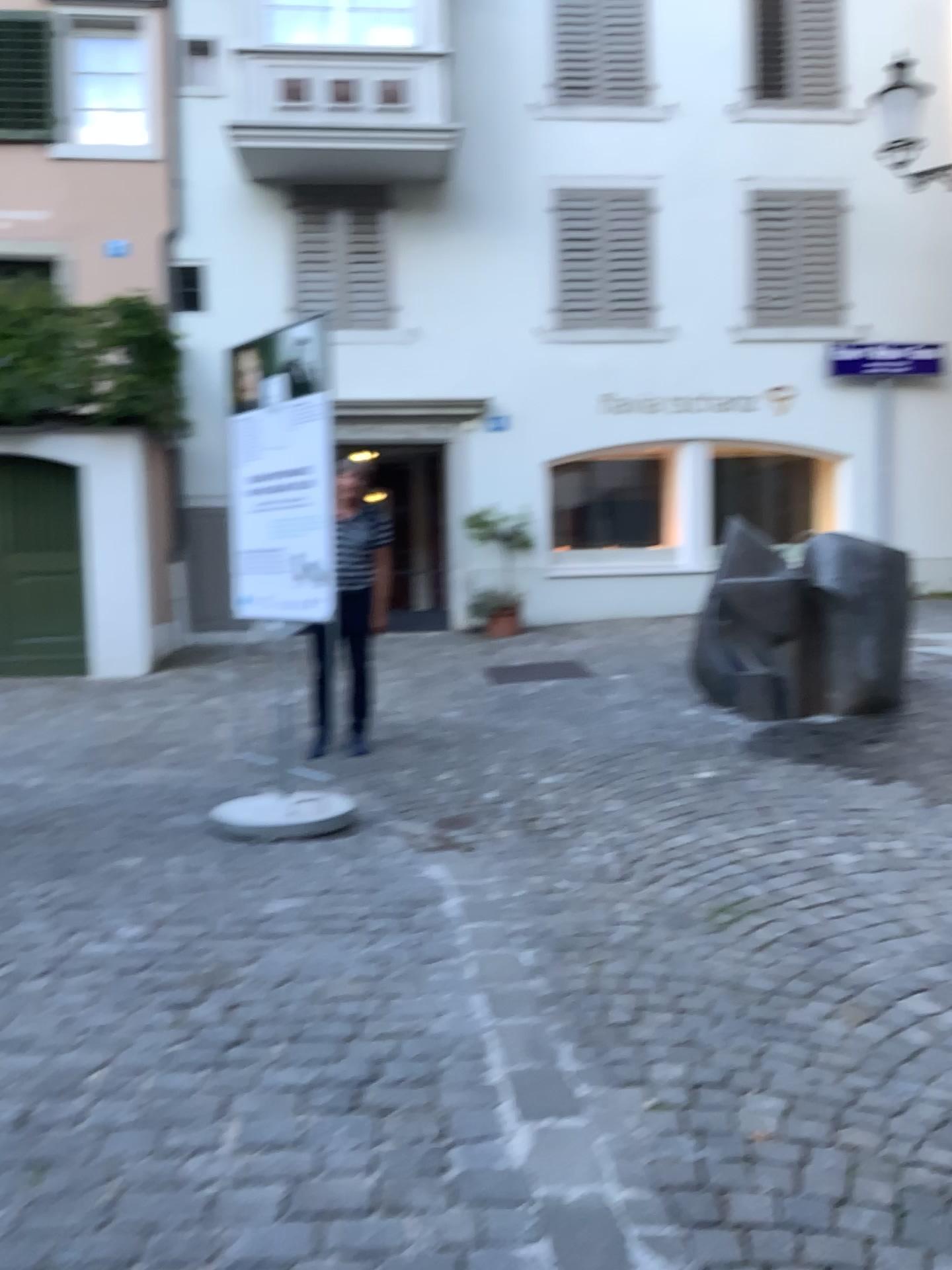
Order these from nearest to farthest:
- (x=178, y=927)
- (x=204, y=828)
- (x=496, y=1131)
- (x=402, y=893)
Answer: (x=496, y=1131) → (x=178, y=927) → (x=402, y=893) → (x=204, y=828)
